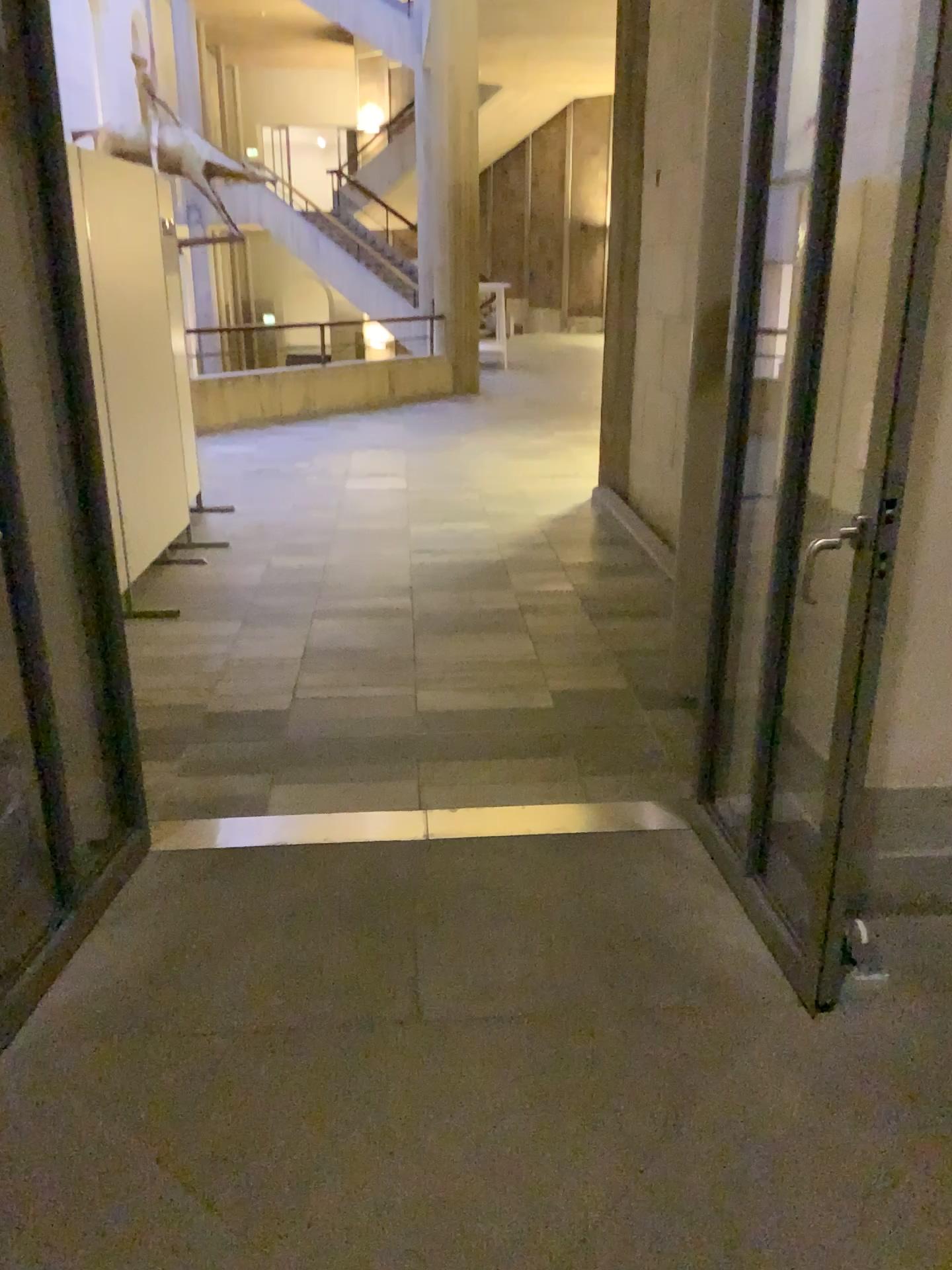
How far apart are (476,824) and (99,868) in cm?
101
